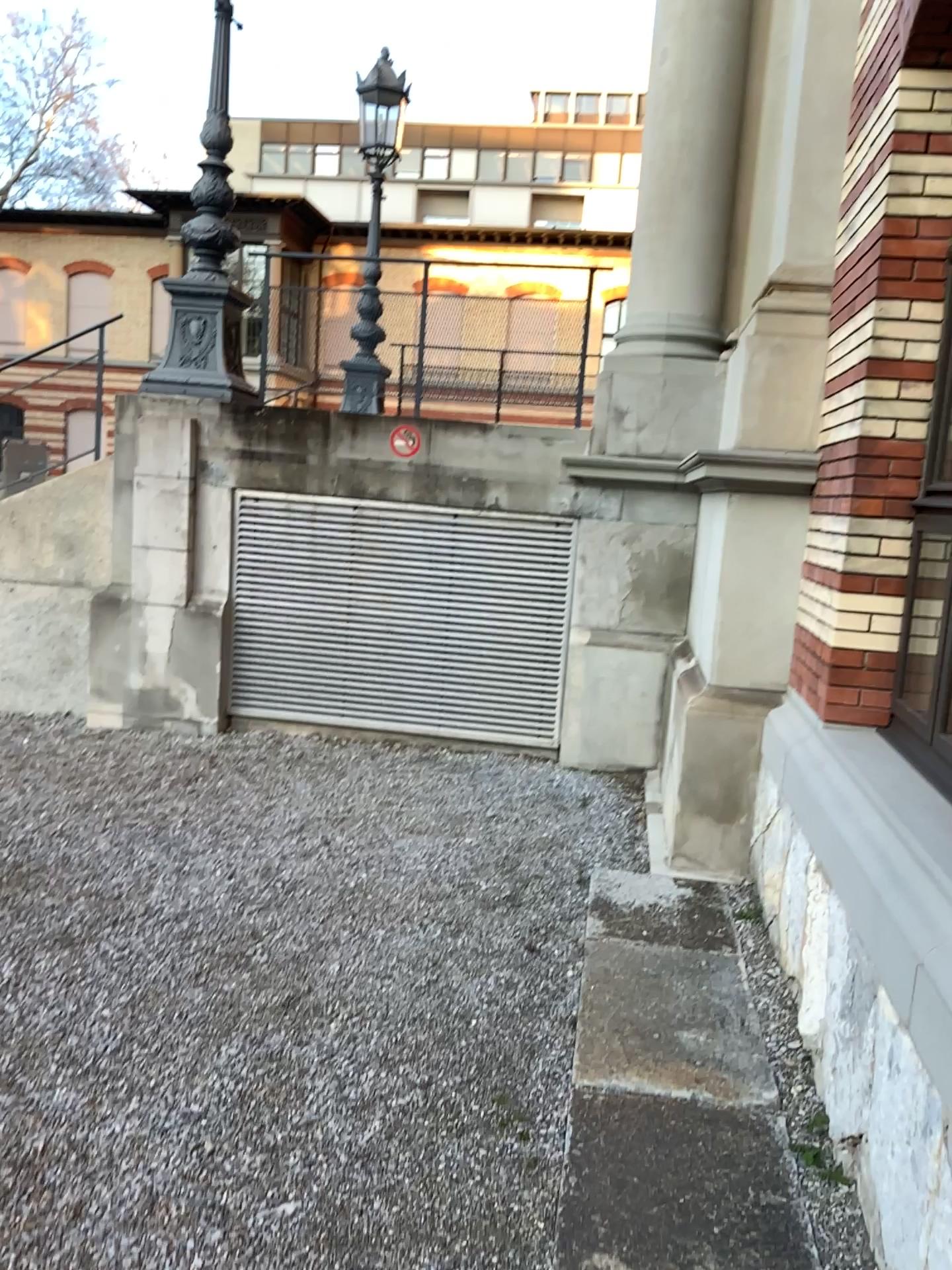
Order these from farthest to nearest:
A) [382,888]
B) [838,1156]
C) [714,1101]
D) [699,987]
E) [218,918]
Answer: [382,888], [218,918], [699,987], [714,1101], [838,1156]
